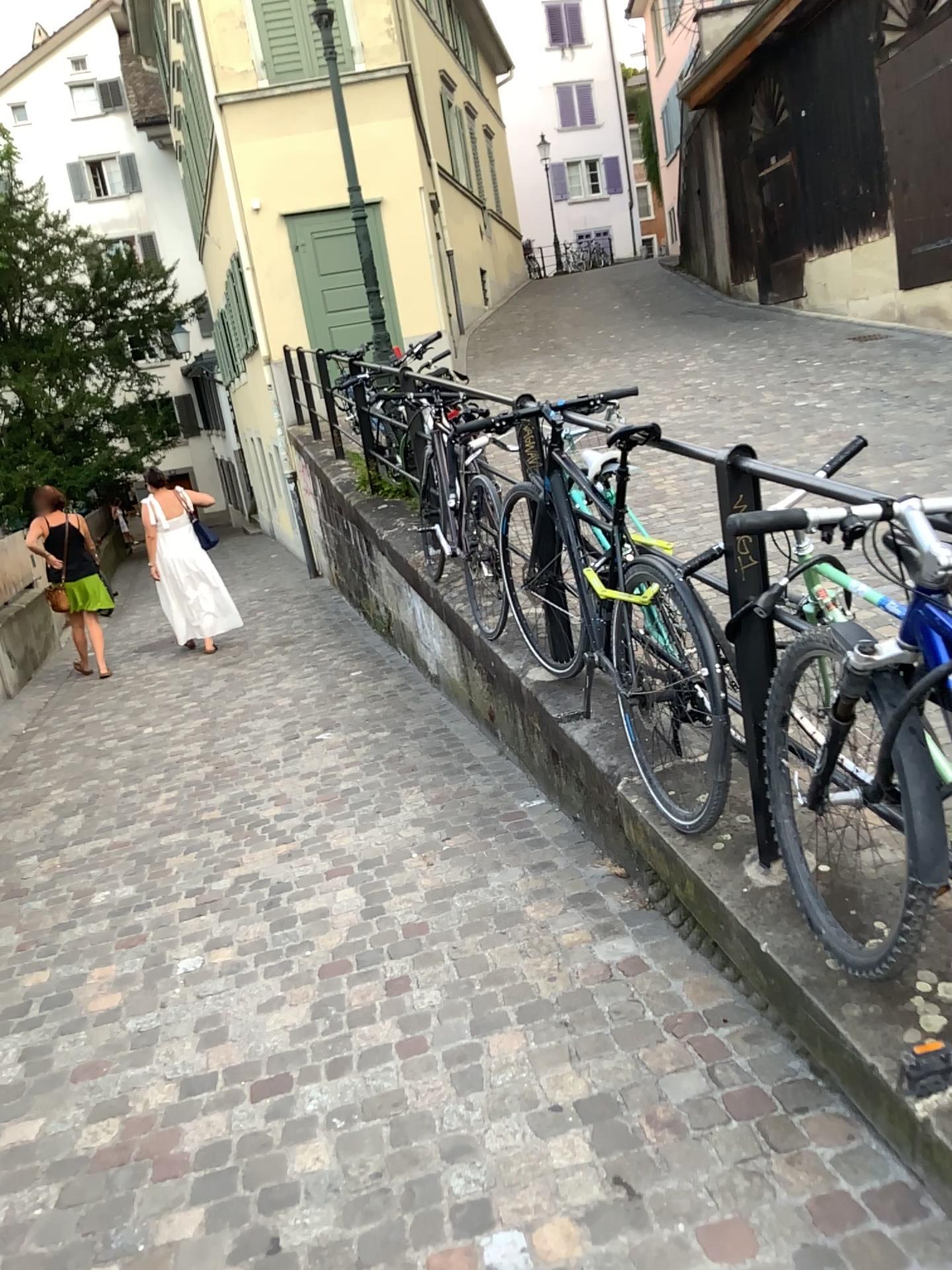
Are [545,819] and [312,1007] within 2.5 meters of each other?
yes
